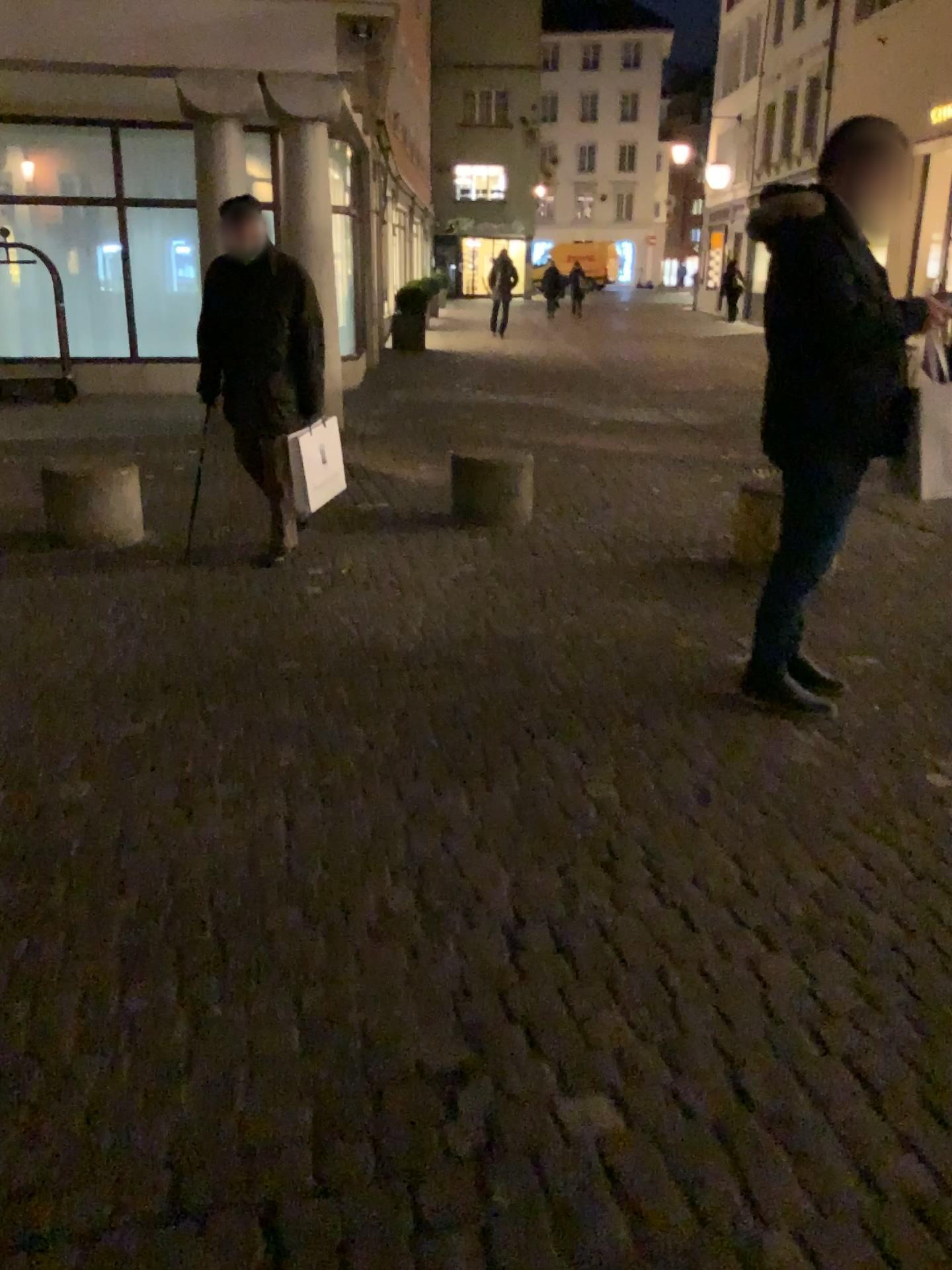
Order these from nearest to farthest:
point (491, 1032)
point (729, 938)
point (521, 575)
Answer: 1. point (491, 1032)
2. point (729, 938)
3. point (521, 575)
